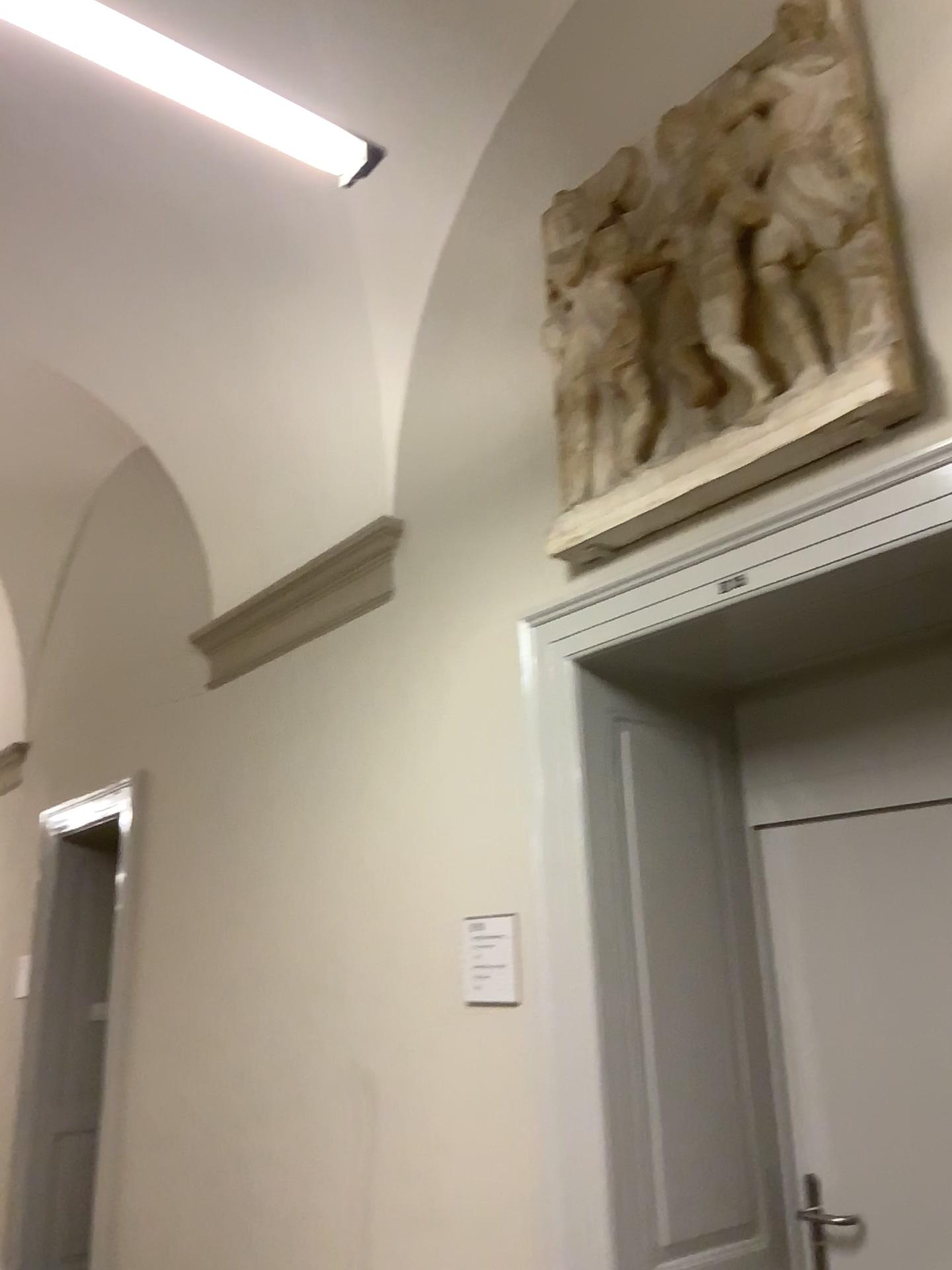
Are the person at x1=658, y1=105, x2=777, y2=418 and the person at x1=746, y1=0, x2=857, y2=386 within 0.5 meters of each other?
yes

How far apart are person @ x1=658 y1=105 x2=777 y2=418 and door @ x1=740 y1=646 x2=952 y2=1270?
0.8 meters

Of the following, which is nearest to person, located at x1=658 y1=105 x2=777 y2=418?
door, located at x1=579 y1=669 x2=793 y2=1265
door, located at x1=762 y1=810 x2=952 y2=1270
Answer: door, located at x1=579 y1=669 x2=793 y2=1265

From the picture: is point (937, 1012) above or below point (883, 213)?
below

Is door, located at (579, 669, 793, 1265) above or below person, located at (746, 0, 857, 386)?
below

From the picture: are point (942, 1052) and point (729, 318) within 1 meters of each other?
no

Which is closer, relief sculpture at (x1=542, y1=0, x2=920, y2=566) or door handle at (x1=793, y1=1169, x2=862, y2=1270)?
relief sculpture at (x1=542, y1=0, x2=920, y2=566)

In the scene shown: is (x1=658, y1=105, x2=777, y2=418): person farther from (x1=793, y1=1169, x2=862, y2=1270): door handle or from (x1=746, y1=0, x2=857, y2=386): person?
(x1=793, y1=1169, x2=862, y2=1270): door handle

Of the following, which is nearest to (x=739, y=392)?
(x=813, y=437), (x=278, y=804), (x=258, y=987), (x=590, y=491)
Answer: (x=813, y=437)

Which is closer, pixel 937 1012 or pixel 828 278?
pixel 828 278
